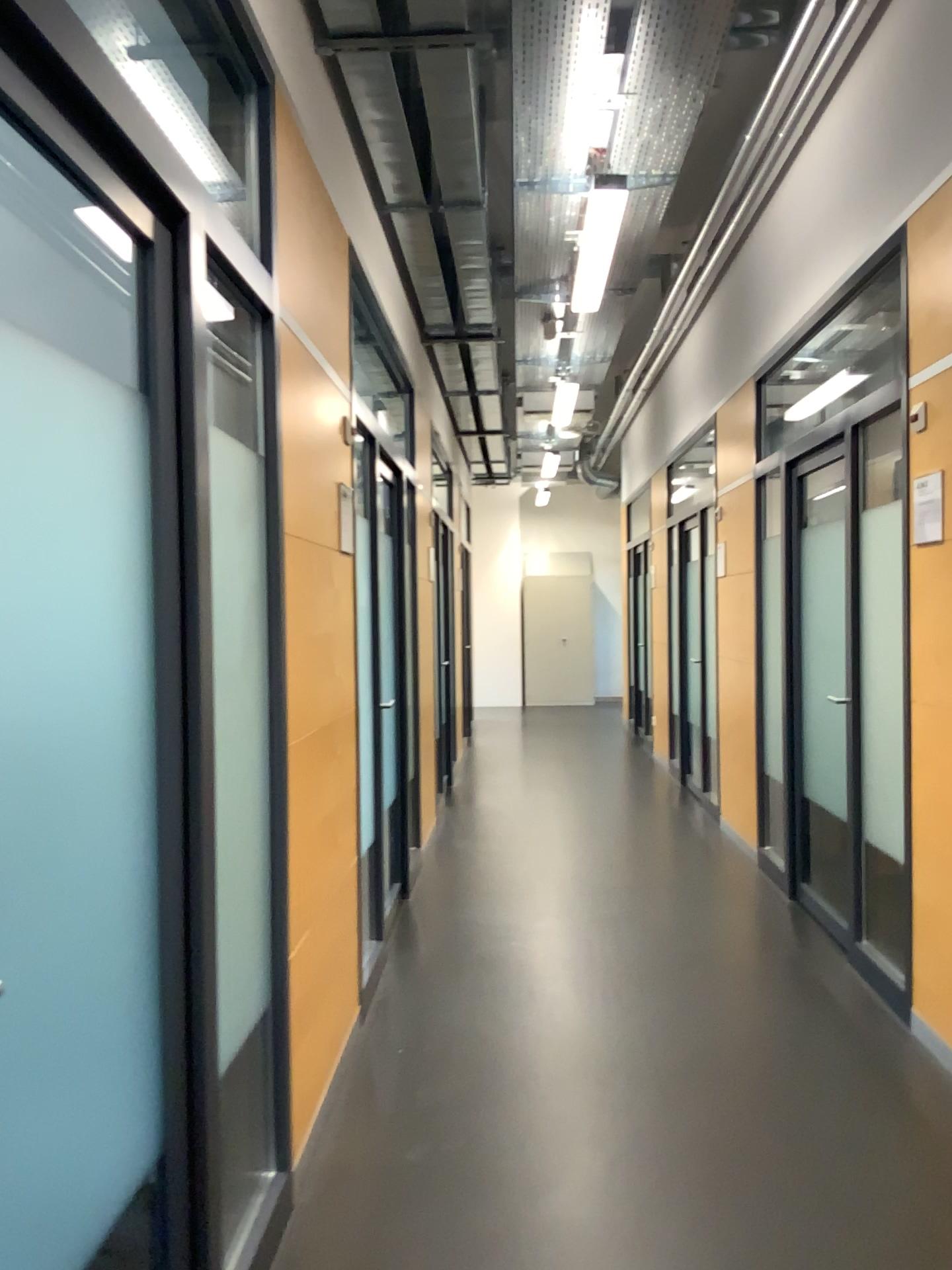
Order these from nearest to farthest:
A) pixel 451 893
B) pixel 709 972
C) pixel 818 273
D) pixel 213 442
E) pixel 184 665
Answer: pixel 184 665
pixel 213 442
pixel 709 972
pixel 818 273
pixel 451 893

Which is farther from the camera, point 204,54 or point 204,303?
point 204,54

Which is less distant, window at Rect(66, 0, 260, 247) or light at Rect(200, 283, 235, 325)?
light at Rect(200, 283, 235, 325)

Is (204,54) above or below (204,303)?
above

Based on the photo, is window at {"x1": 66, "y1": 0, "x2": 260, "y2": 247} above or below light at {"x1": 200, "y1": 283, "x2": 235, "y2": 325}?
above
